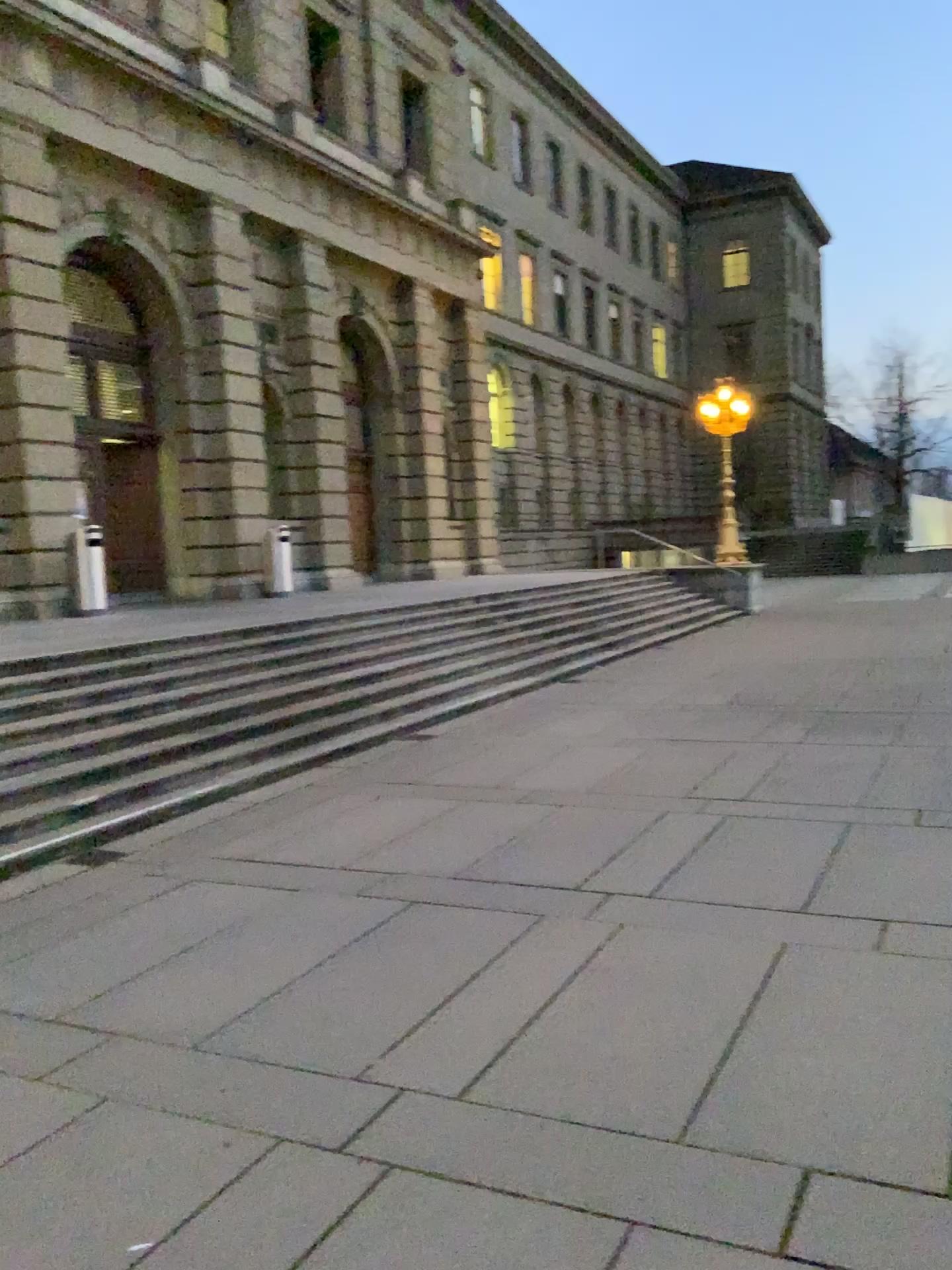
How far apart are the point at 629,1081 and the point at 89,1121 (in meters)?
1.77
